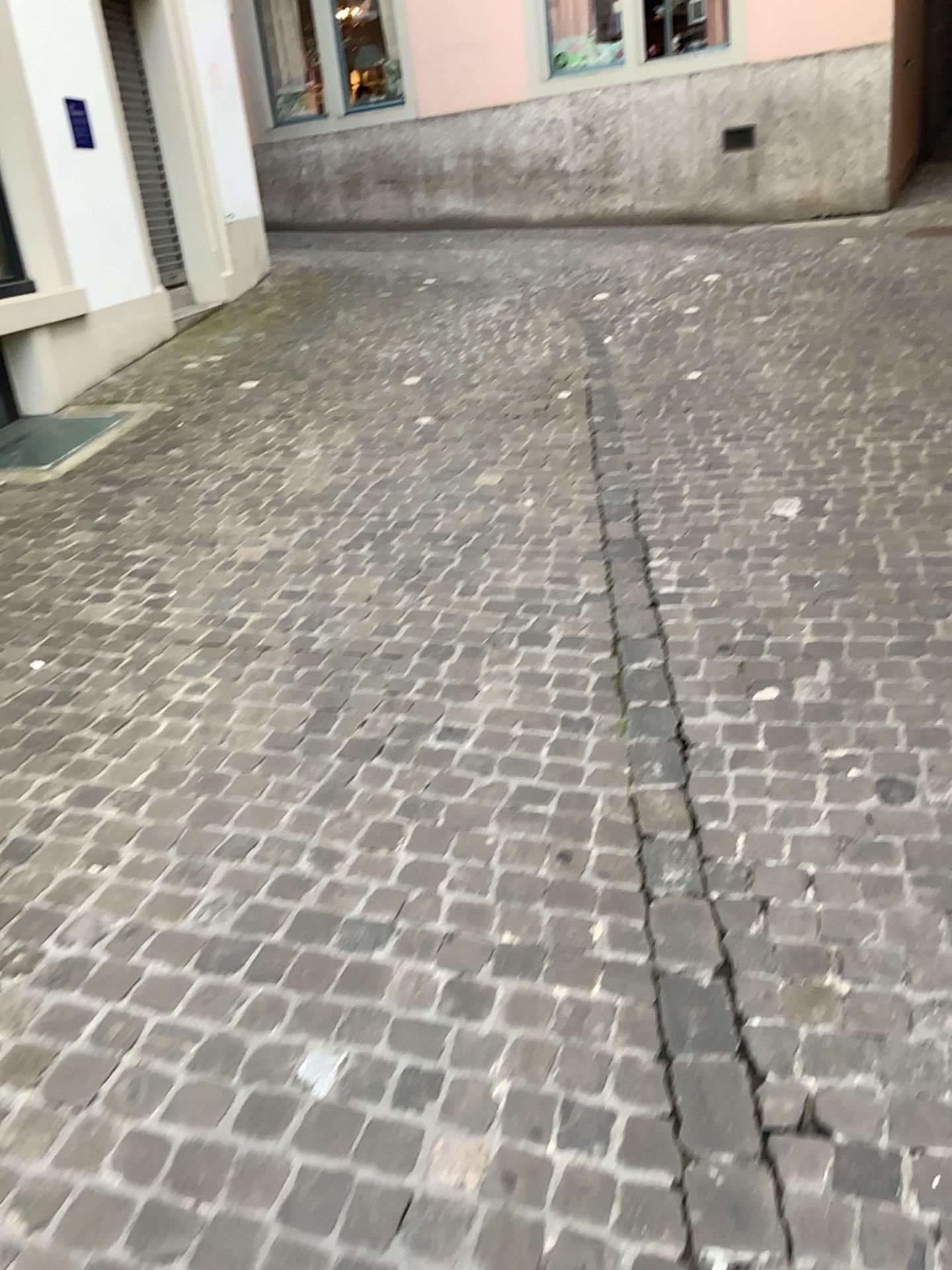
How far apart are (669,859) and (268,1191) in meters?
1.0
